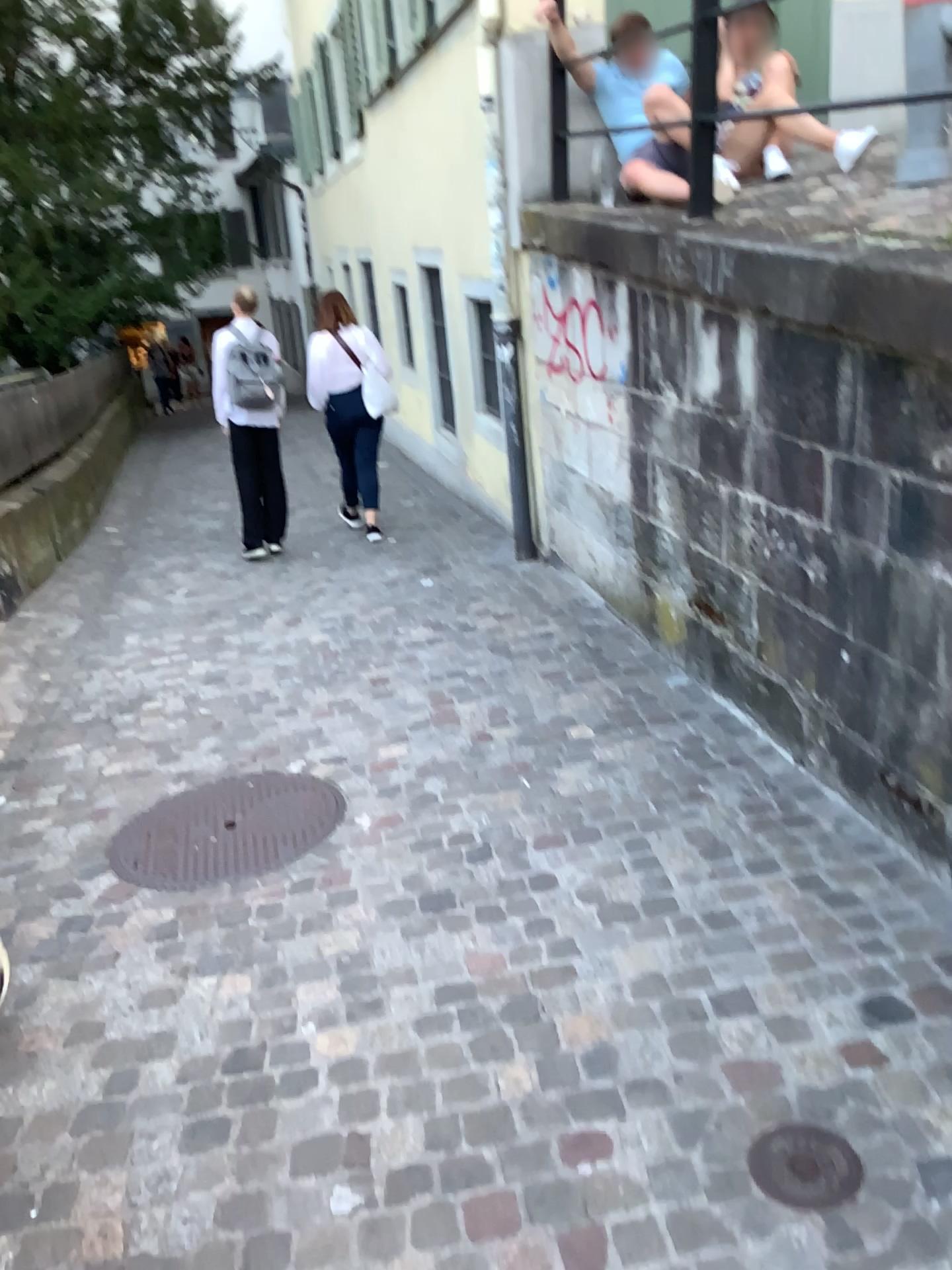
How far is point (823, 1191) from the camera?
1.74m

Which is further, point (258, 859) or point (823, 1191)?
point (258, 859)

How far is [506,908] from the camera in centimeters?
267cm

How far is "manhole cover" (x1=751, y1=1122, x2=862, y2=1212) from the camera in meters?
1.7

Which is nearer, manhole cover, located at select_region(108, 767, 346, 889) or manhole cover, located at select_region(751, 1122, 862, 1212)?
manhole cover, located at select_region(751, 1122, 862, 1212)
